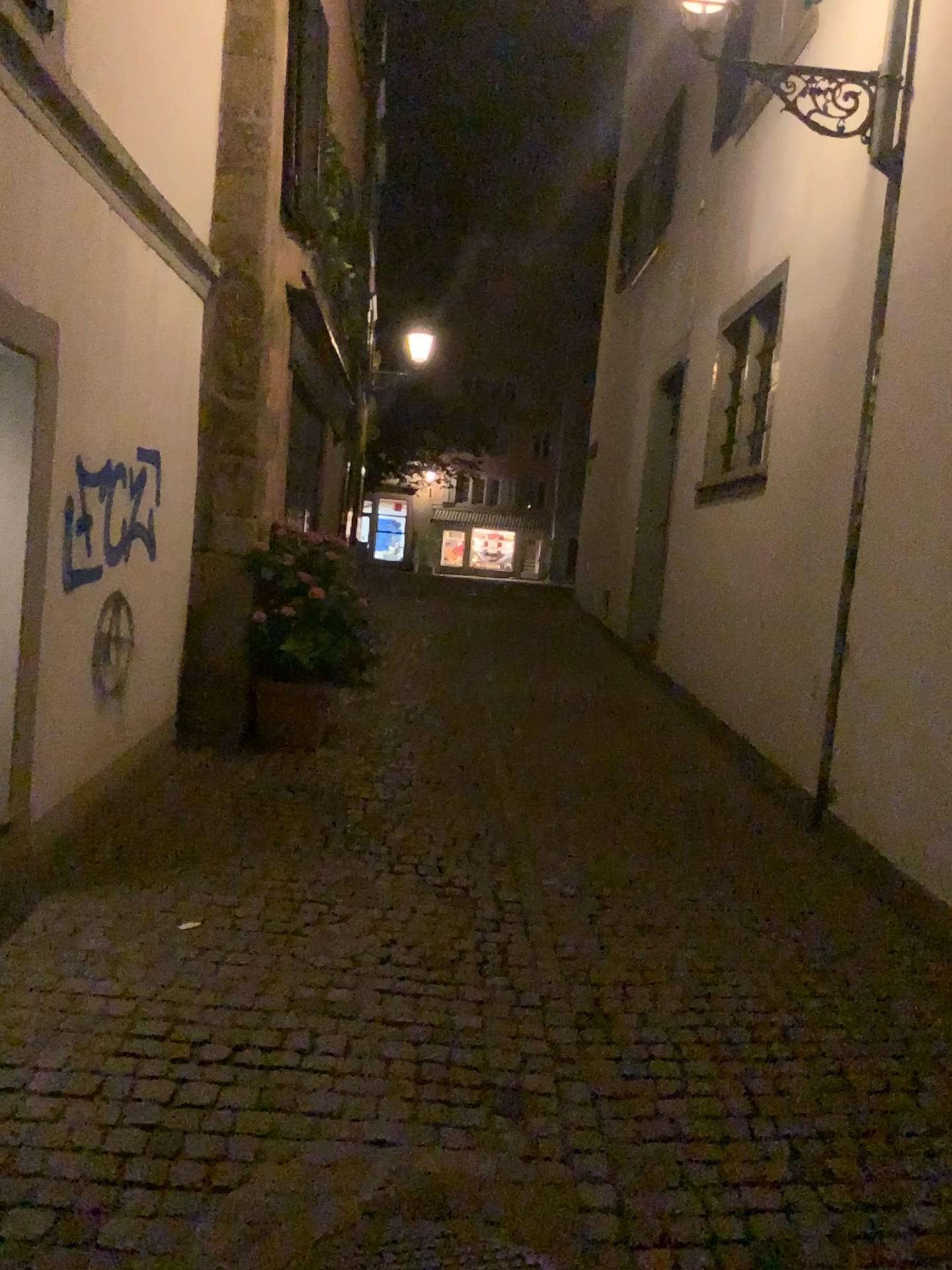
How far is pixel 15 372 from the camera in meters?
3.5 m

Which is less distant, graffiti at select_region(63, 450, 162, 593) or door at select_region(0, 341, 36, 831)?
door at select_region(0, 341, 36, 831)

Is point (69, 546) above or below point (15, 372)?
below

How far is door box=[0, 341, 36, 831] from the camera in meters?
3.5 m

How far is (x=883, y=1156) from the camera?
2.71m

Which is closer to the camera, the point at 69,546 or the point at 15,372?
the point at 15,372
